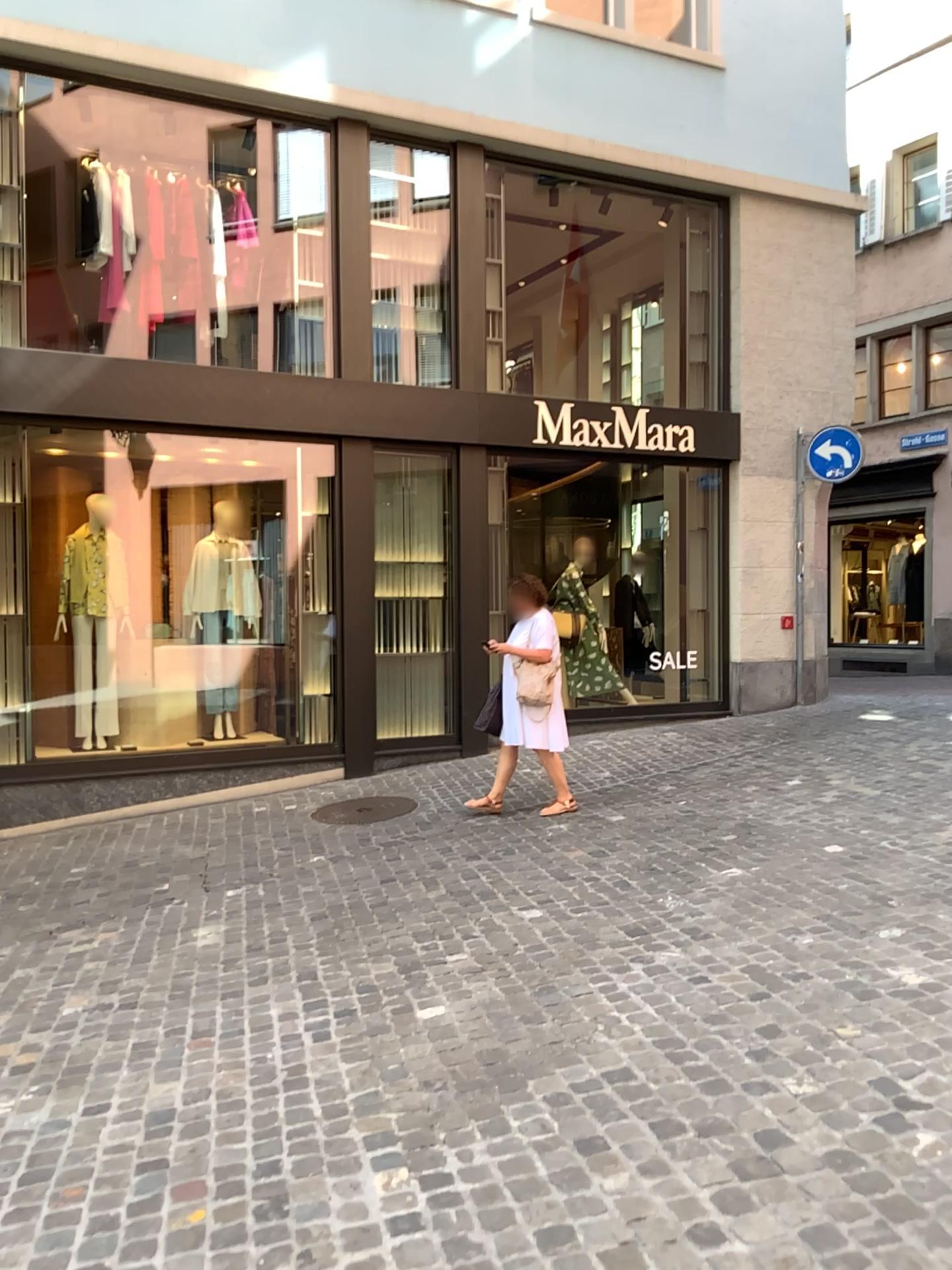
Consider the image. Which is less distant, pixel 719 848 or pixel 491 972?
pixel 491 972
